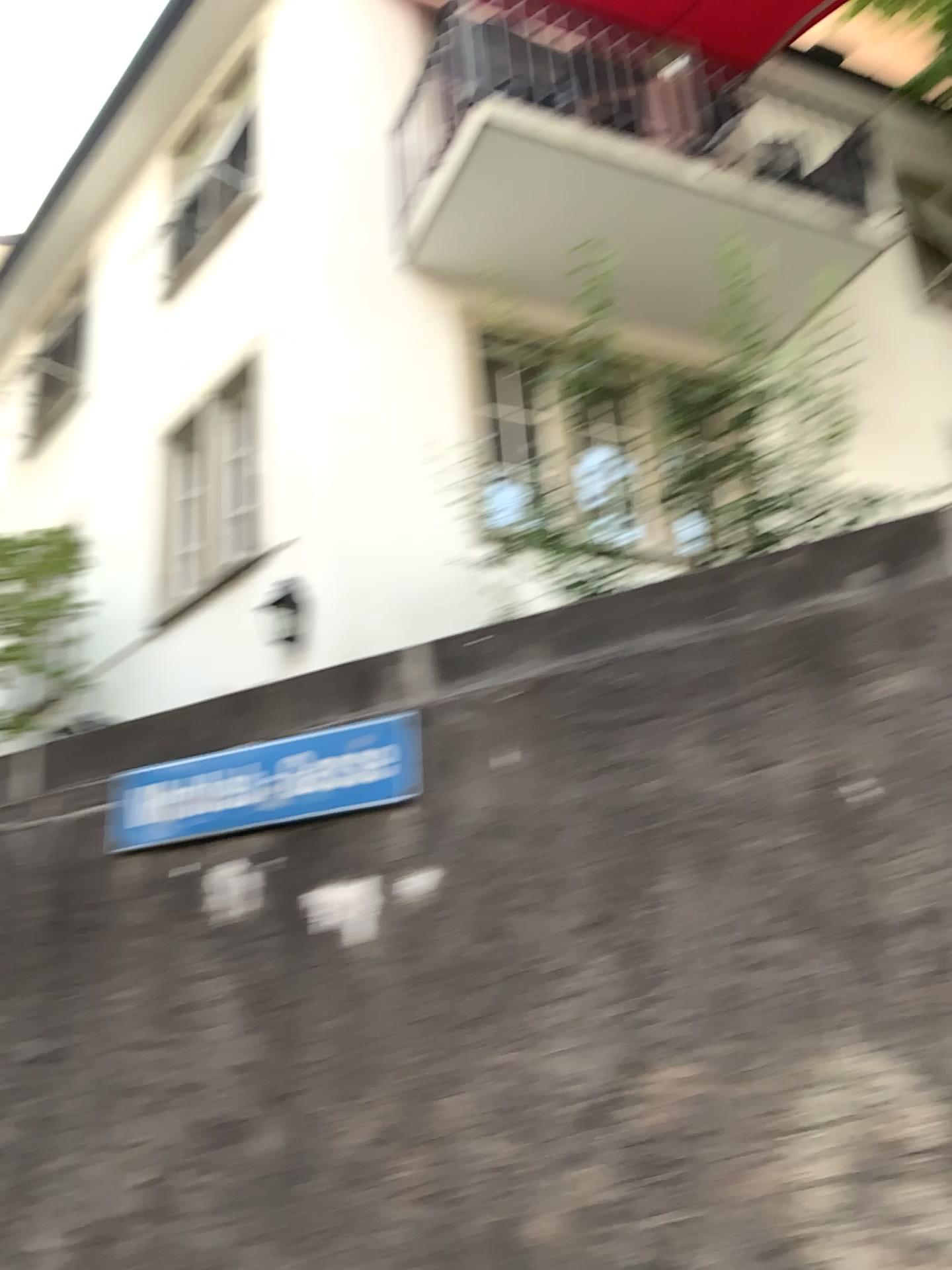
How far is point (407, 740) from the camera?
2.4 meters

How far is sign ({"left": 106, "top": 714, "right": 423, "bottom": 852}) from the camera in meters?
2.4 m

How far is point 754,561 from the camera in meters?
2.2
